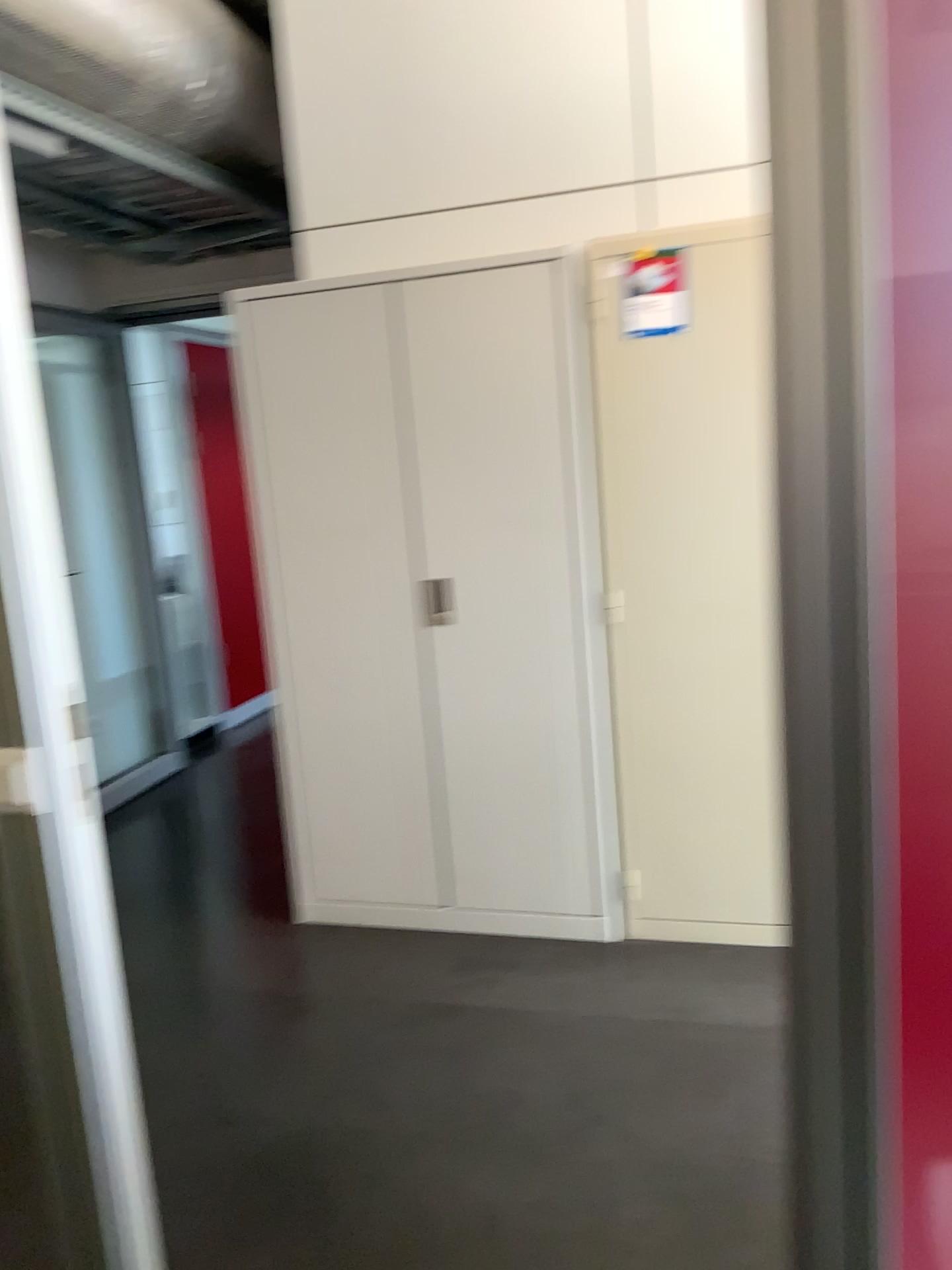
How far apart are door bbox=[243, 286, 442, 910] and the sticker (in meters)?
0.67

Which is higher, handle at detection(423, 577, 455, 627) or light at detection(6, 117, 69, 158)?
light at detection(6, 117, 69, 158)

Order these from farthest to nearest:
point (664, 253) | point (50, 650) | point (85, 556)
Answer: point (85, 556) → point (664, 253) → point (50, 650)

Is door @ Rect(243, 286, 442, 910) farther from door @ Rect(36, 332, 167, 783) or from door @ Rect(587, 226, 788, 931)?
door @ Rect(36, 332, 167, 783)

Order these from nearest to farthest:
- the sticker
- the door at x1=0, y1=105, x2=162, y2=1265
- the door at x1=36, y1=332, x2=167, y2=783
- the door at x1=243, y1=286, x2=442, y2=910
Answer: the door at x1=0, y1=105, x2=162, y2=1265 → the sticker → the door at x1=243, y1=286, x2=442, y2=910 → the door at x1=36, y1=332, x2=167, y2=783

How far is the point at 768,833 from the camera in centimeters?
286cm

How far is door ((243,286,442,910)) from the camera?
2.9 meters

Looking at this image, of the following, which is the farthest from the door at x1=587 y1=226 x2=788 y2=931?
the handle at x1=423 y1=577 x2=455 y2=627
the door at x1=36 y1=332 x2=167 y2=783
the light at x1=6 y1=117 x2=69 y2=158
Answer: the door at x1=36 y1=332 x2=167 y2=783

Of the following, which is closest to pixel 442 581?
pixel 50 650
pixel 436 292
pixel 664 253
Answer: pixel 436 292

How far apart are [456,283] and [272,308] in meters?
0.5 m
